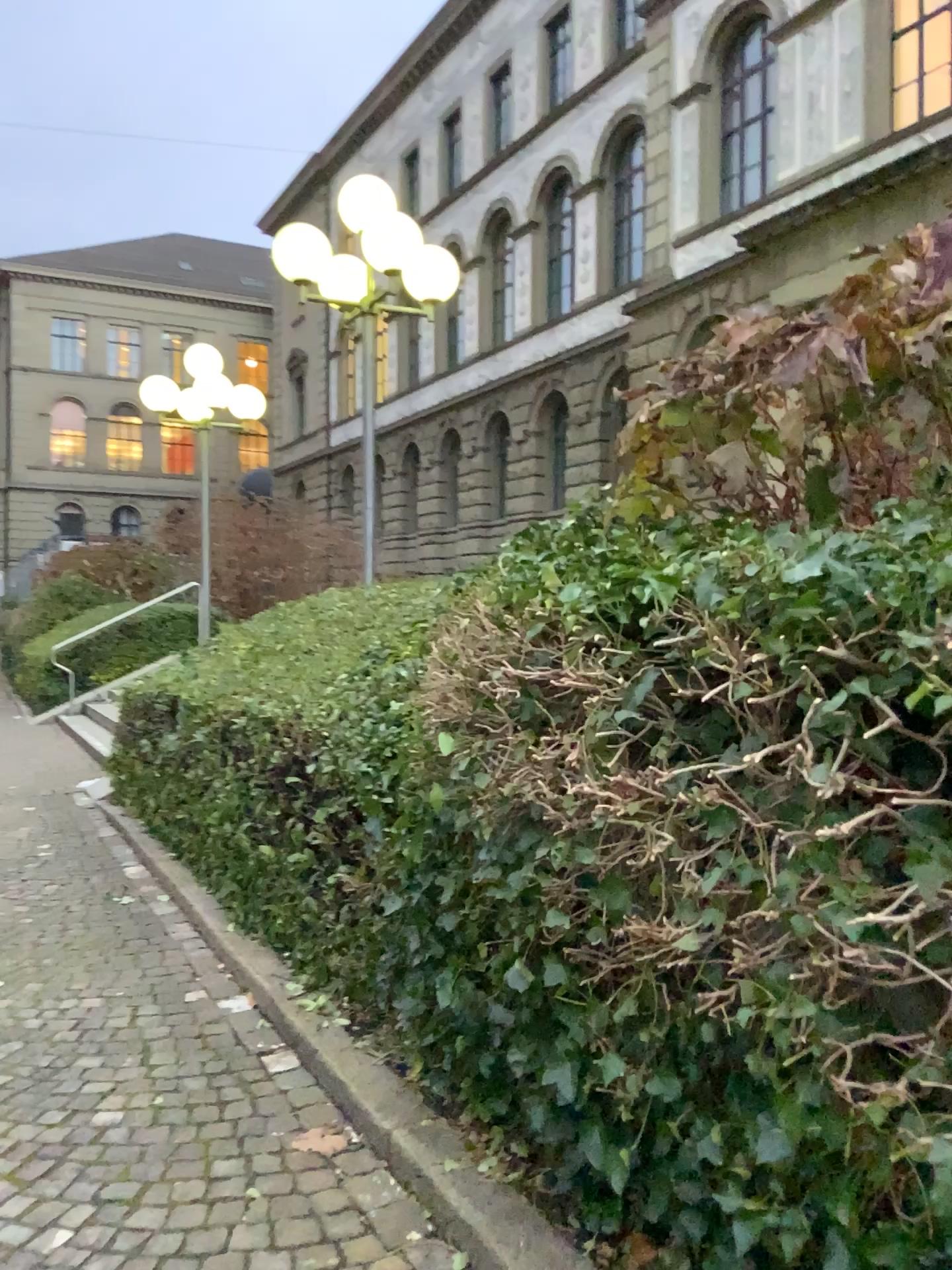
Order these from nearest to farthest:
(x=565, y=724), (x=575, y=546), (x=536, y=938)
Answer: (x=536, y=938) → (x=565, y=724) → (x=575, y=546)
